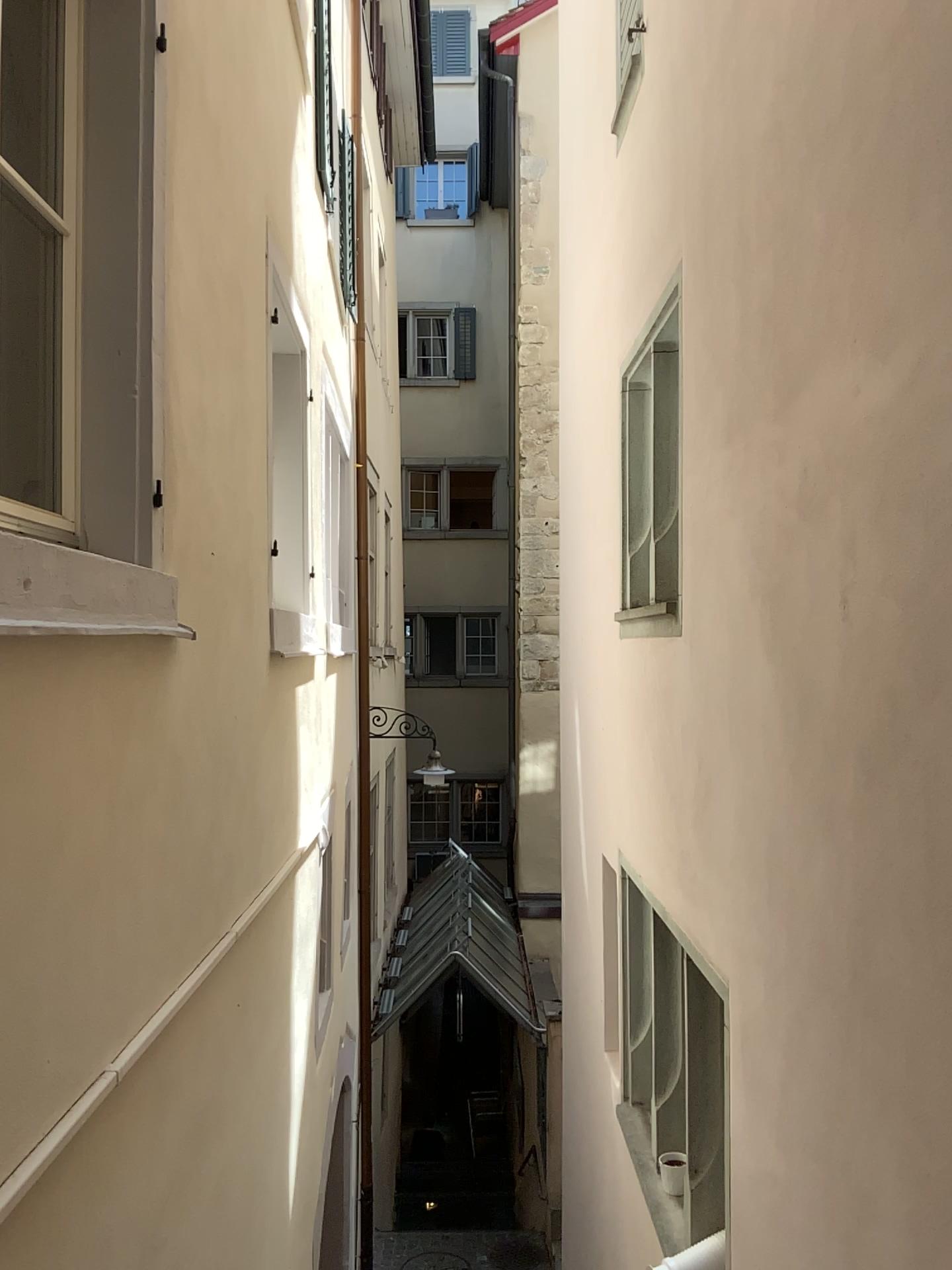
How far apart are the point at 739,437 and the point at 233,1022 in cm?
250
